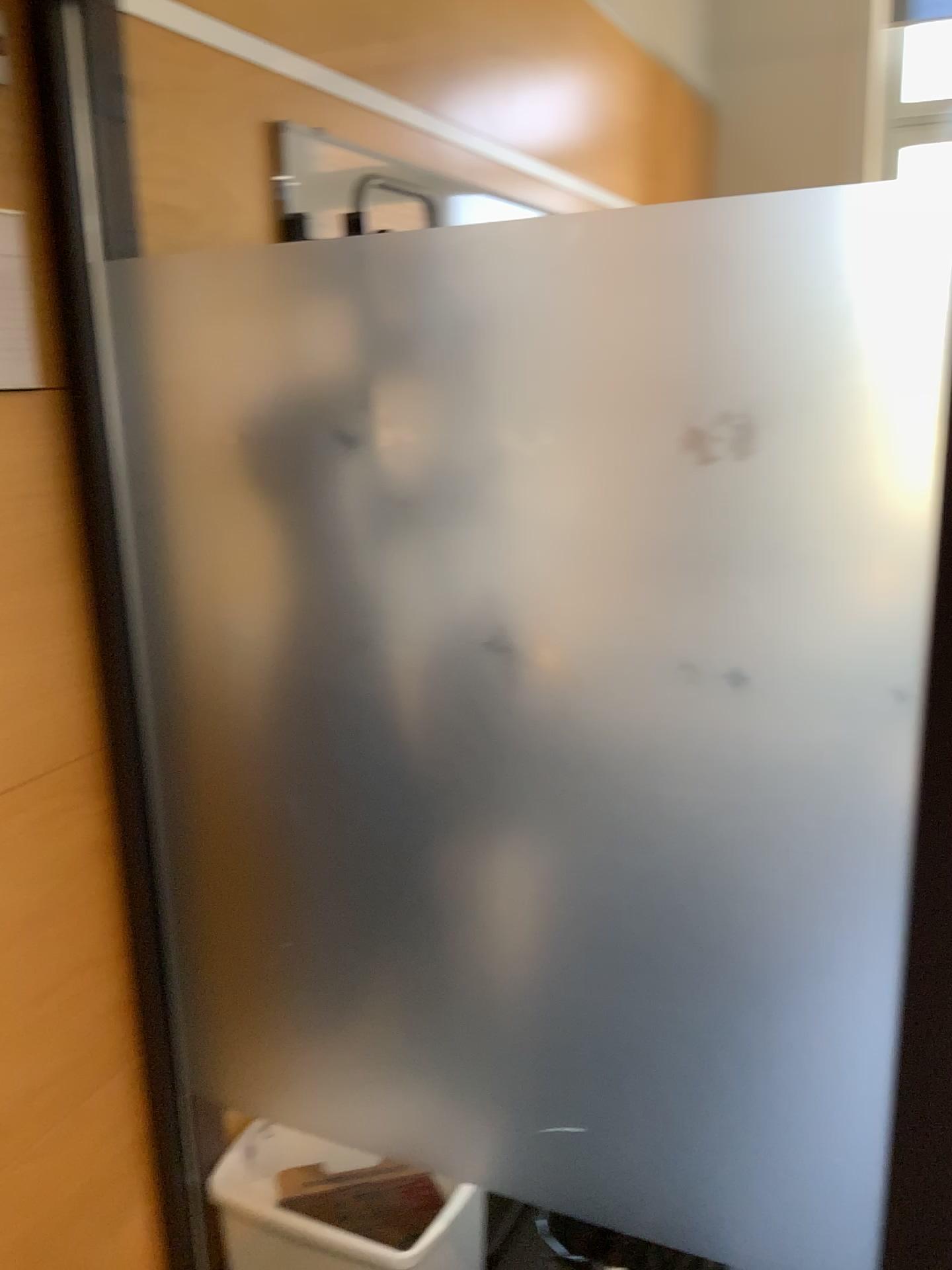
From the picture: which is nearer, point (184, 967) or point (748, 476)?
point (748, 476)

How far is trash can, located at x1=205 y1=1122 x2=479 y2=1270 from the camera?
1.6m

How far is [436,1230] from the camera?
1.64m
